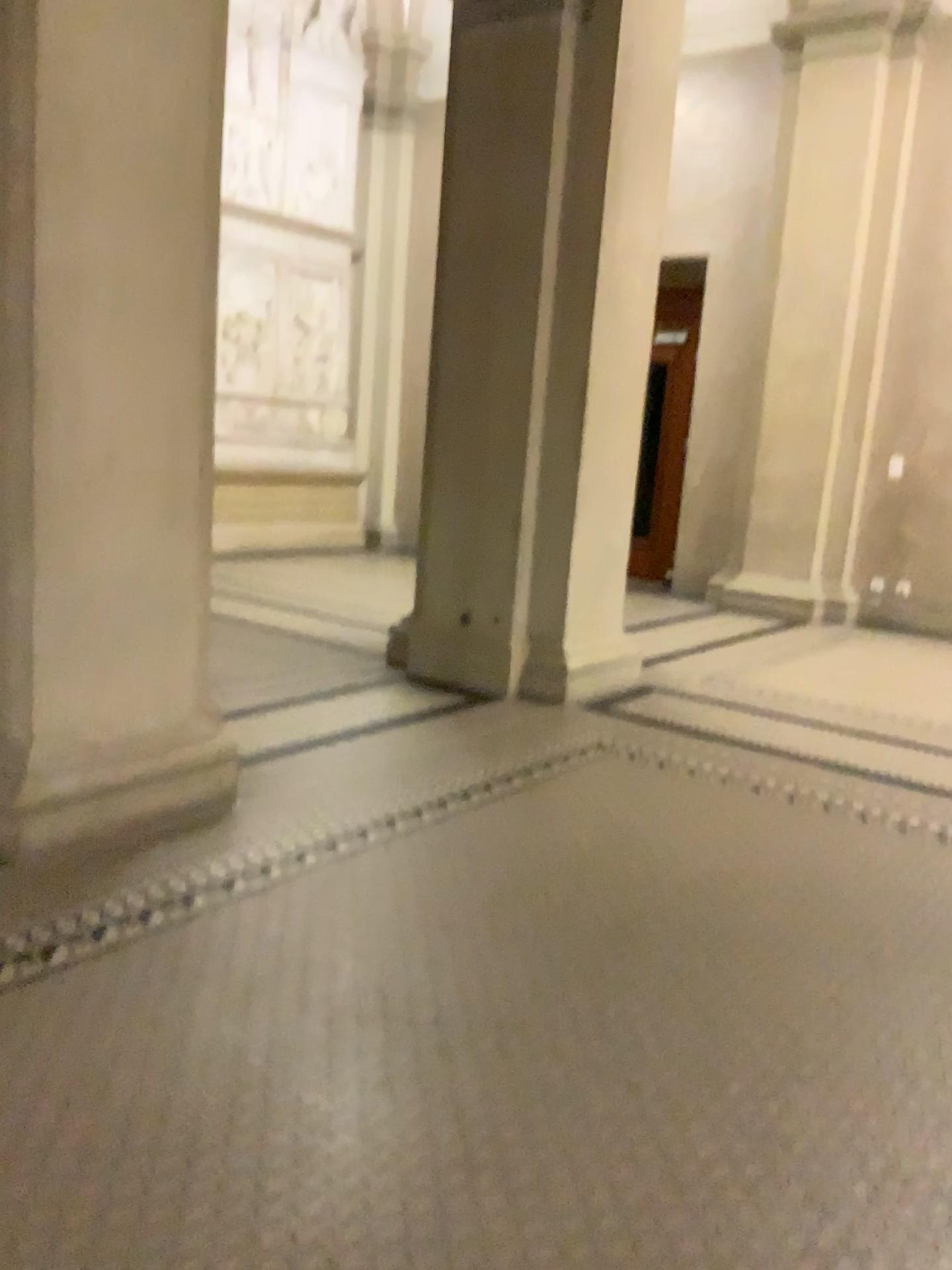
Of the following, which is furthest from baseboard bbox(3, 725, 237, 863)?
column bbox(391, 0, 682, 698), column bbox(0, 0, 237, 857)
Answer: column bbox(391, 0, 682, 698)

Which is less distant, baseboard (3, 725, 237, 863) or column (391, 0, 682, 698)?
baseboard (3, 725, 237, 863)

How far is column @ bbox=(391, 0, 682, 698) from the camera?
4.6 meters

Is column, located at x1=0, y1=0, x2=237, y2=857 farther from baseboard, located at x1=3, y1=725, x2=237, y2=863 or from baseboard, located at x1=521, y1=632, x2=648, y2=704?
baseboard, located at x1=521, y1=632, x2=648, y2=704

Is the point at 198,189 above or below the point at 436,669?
above

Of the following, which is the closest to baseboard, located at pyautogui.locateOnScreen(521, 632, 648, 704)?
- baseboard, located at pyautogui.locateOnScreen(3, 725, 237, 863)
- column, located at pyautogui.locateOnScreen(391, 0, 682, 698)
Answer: column, located at pyautogui.locateOnScreen(391, 0, 682, 698)

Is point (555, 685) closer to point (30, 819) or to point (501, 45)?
point (30, 819)

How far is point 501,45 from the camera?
4.60m

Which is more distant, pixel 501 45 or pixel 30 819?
pixel 501 45
